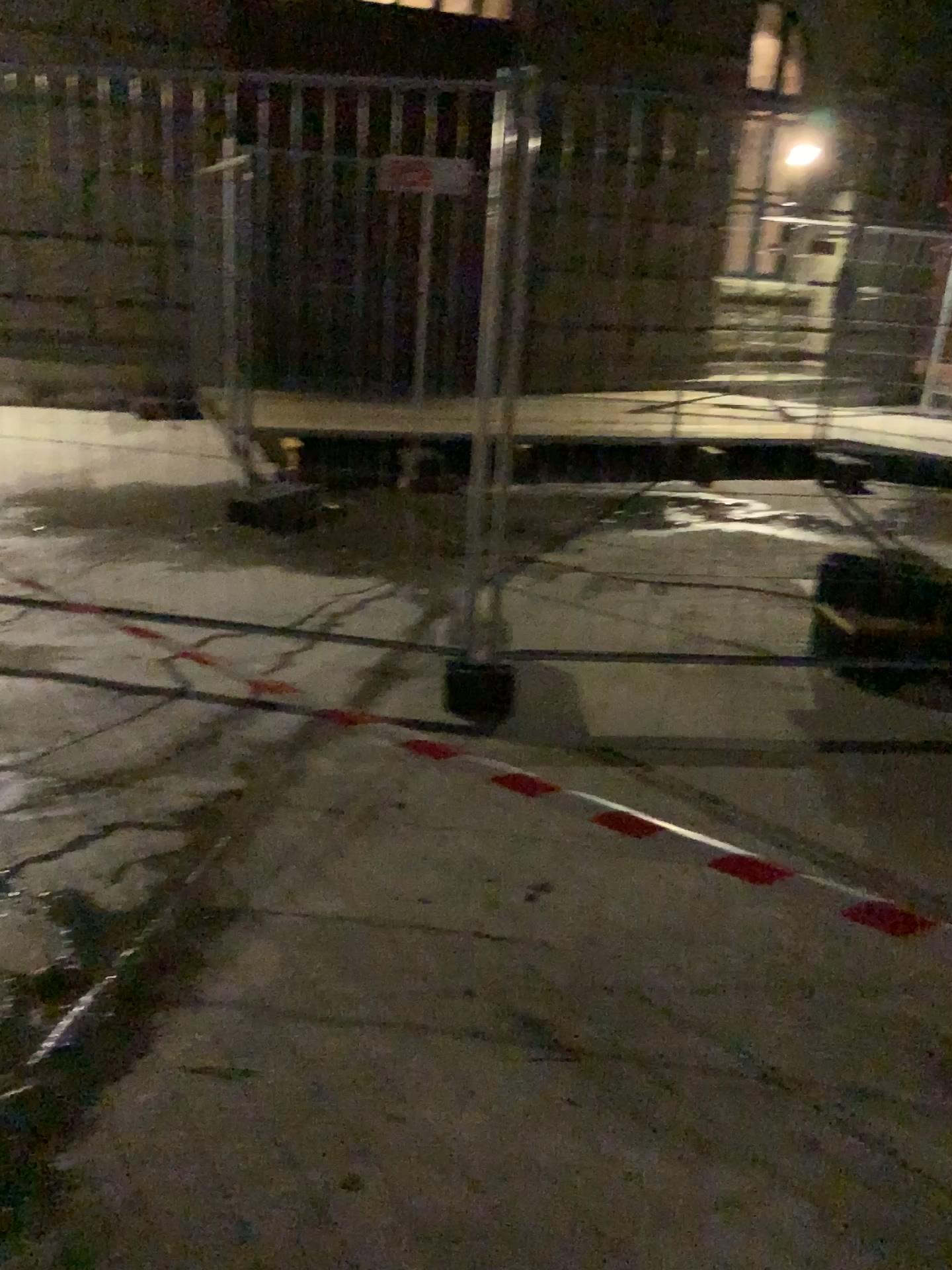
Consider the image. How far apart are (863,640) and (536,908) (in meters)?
2.09

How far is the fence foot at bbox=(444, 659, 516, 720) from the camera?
3.5 meters

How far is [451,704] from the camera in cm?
354
